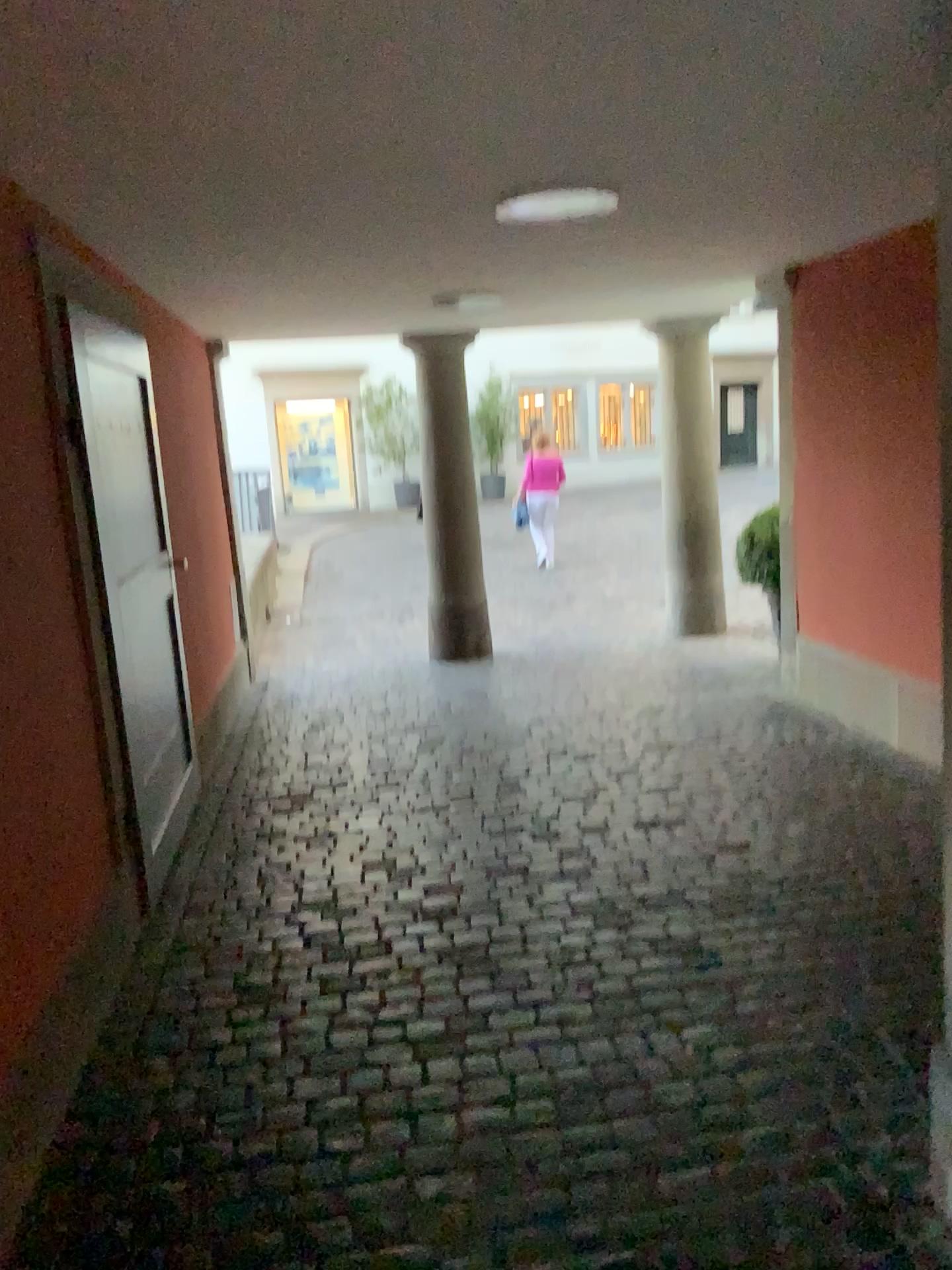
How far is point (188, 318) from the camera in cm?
596
